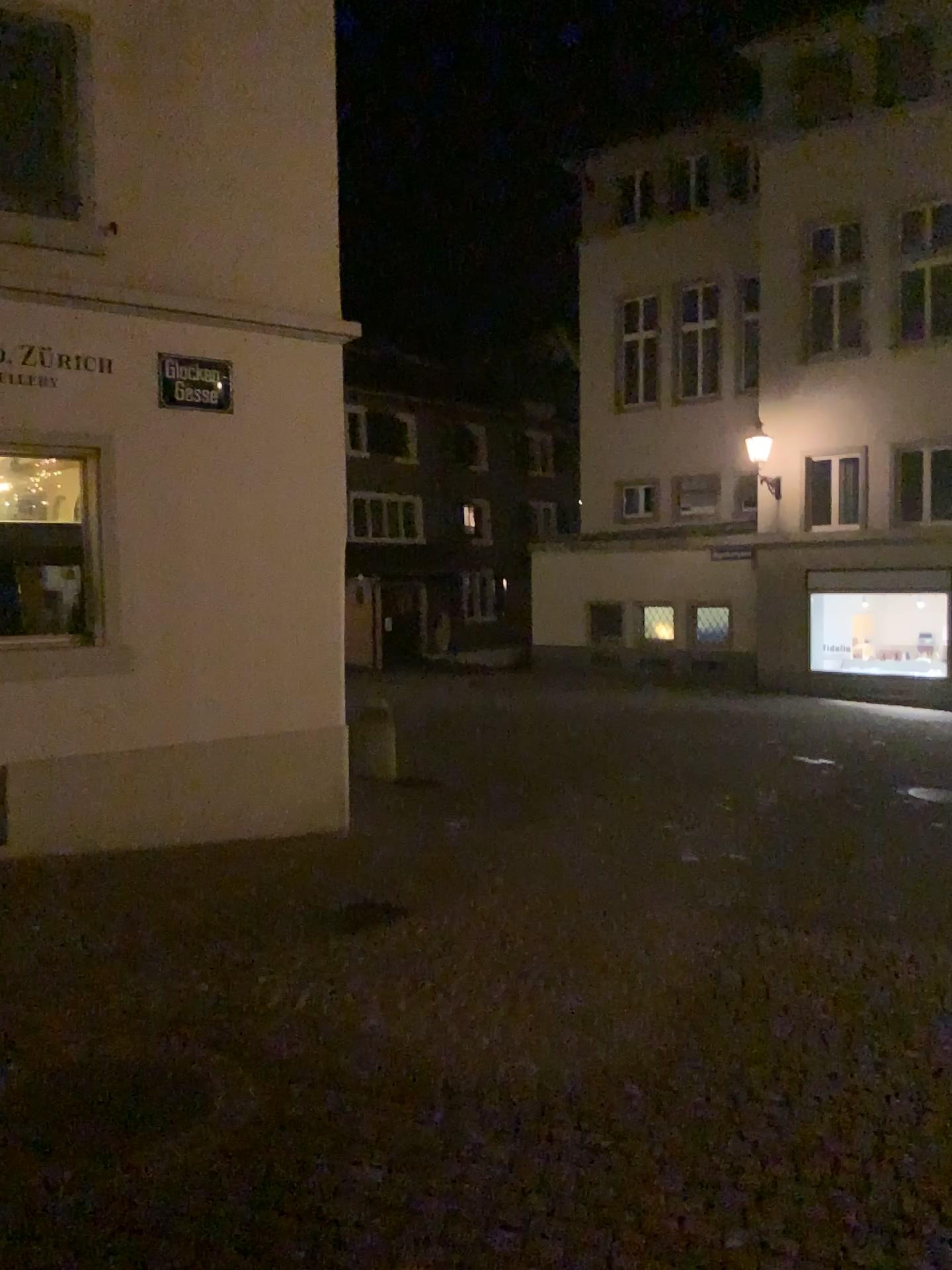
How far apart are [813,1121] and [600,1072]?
0.73m
